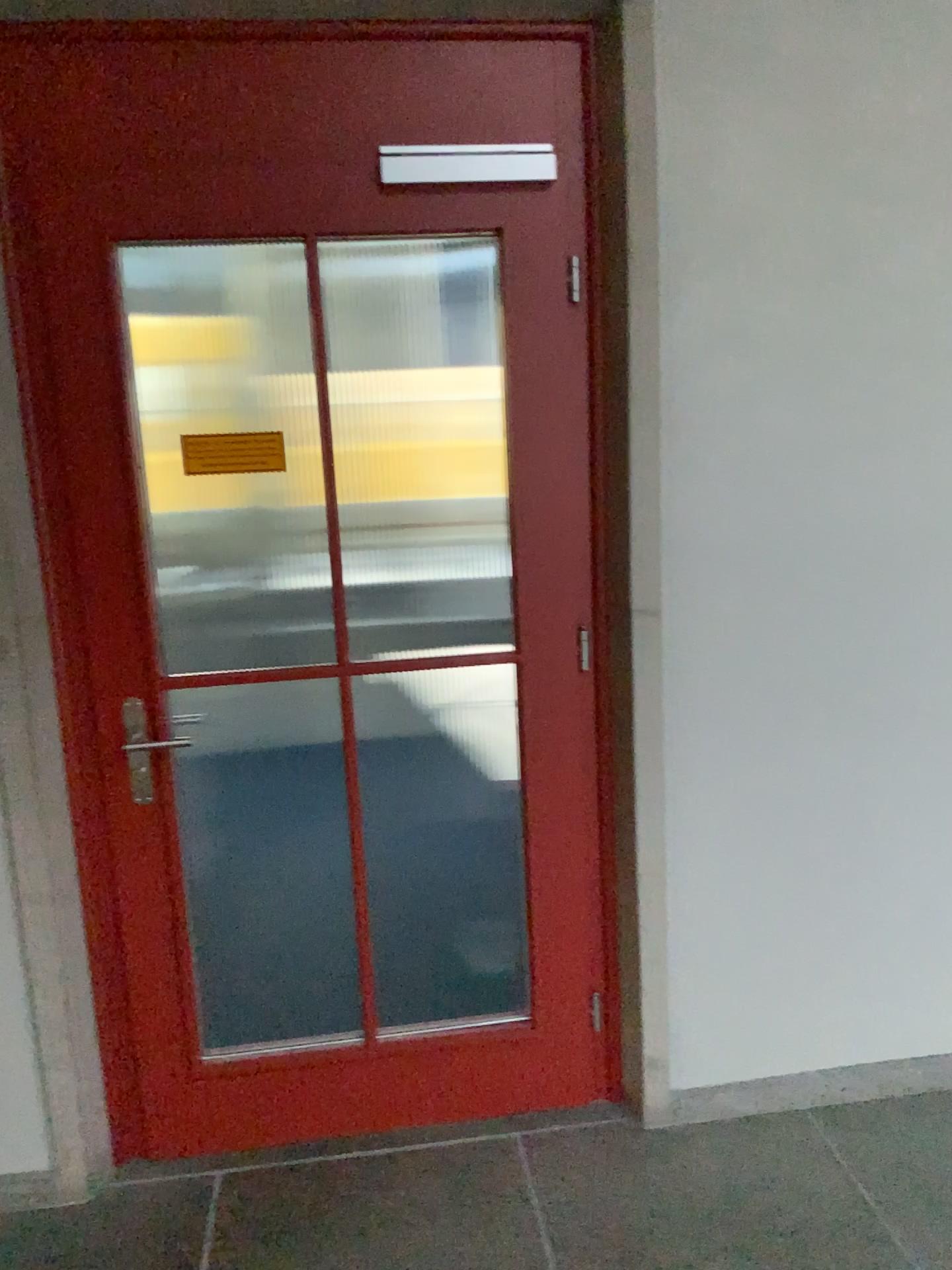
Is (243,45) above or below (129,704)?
above

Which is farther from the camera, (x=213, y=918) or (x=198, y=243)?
(x=213, y=918)
